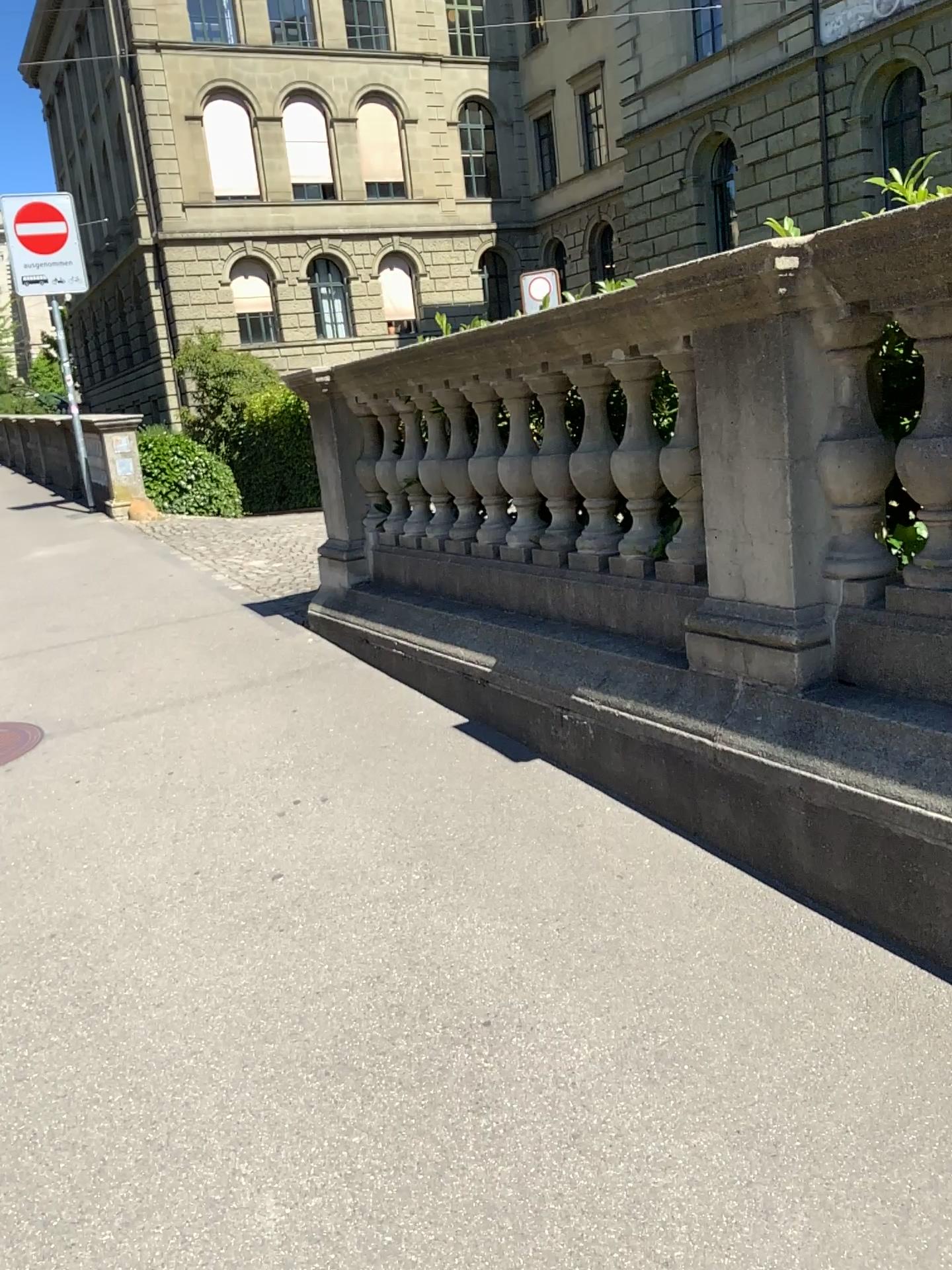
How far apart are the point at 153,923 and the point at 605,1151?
1.43m
